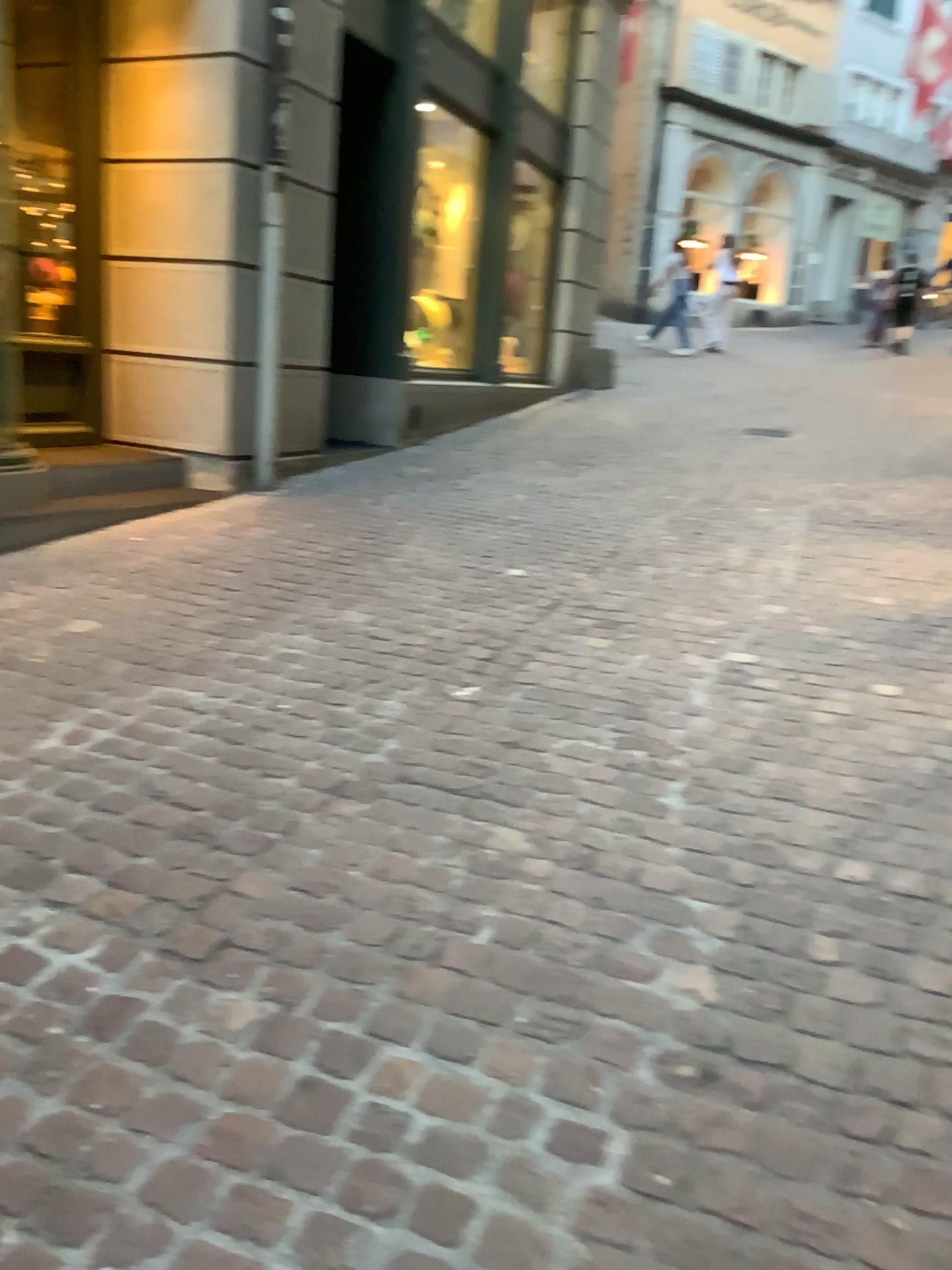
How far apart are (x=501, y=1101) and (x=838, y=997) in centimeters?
65cm
